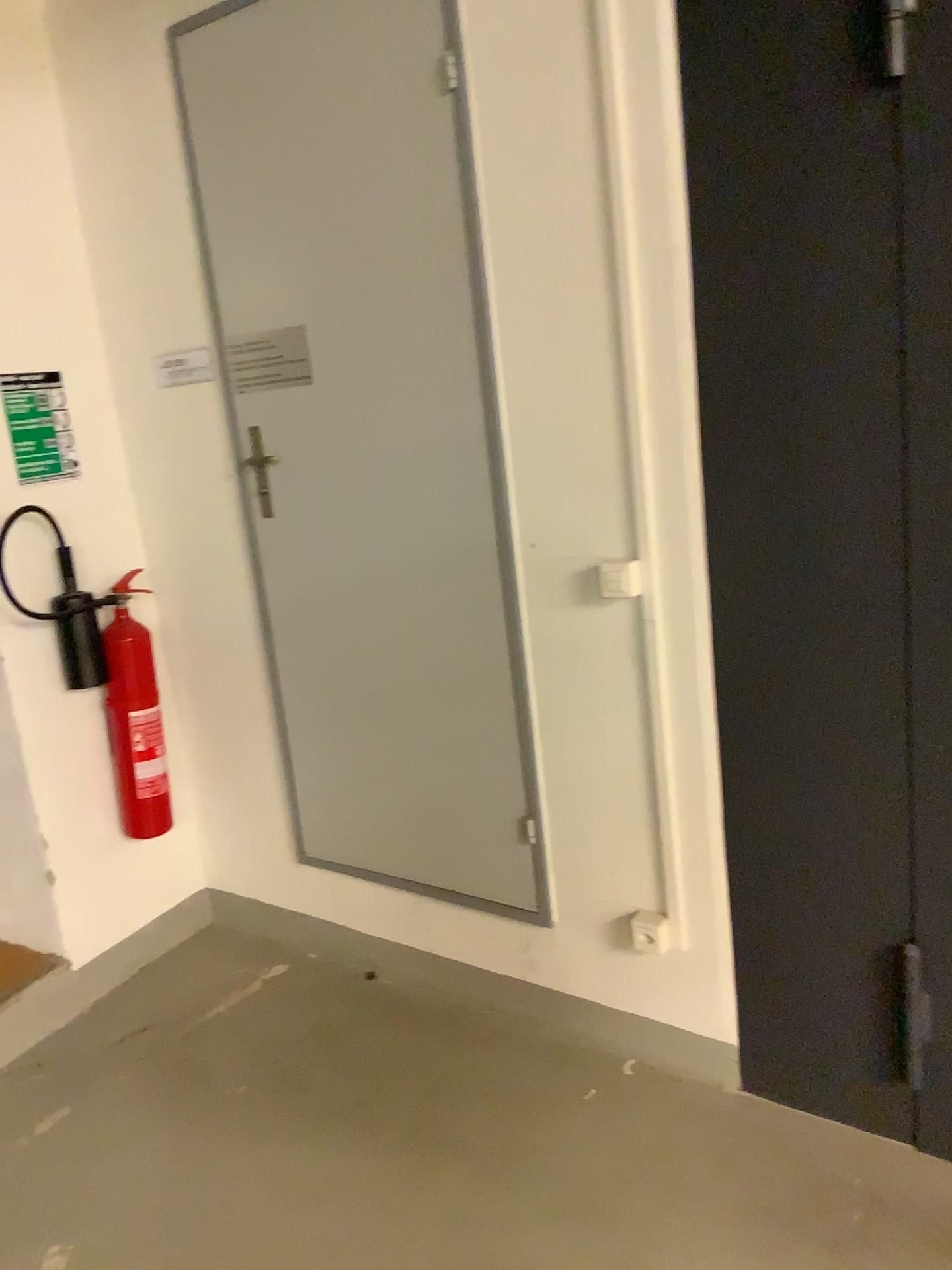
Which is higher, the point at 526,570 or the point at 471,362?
the point at 471,362

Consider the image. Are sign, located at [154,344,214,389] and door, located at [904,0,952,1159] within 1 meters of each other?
no

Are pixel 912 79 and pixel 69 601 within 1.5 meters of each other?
no

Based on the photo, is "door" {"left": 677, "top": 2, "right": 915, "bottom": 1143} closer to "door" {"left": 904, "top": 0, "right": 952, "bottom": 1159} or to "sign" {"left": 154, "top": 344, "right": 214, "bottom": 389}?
"door" {"left": 904, "top": 0, "right": 952, "bottom": 1159}

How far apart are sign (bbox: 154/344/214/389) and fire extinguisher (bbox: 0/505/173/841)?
0.6 meters

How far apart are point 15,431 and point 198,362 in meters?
0.5

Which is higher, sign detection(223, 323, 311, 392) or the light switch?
sign detection(223, 323, 311, 392)

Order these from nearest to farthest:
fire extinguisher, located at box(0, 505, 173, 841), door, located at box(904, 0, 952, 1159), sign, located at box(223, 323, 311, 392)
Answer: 1. door, located at box(904, 0, 952, 1159)
2. sign, located at box(223, 323, 311, 392)
3. fire extinguisher, located at box(0, 505, 173, 841)

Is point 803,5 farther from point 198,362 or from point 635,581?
point 198,362

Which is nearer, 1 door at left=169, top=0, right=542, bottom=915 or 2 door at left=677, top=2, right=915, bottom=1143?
2 door at left=677, top=2, right=915, bottom=1143
